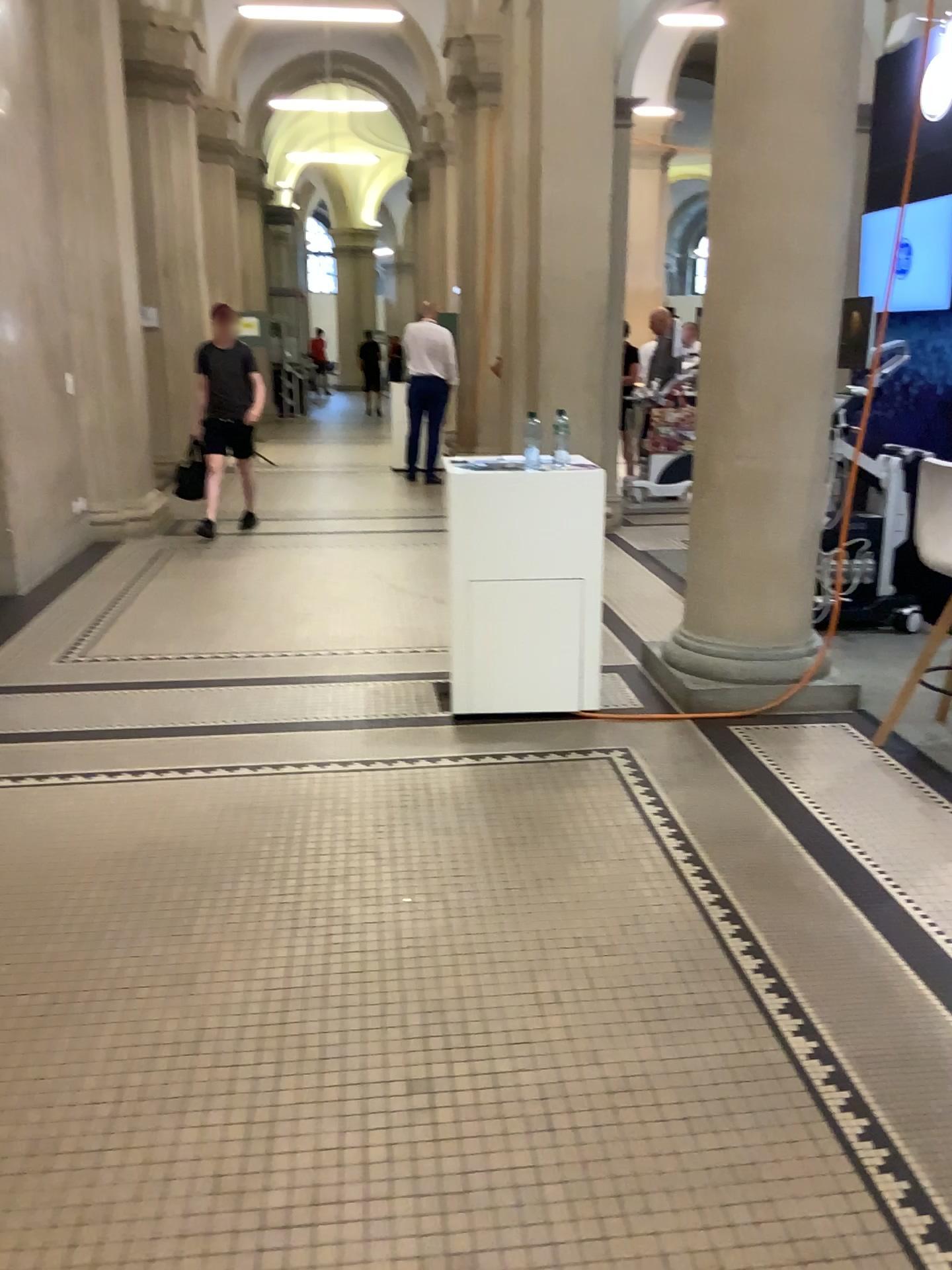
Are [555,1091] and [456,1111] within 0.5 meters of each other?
yes
